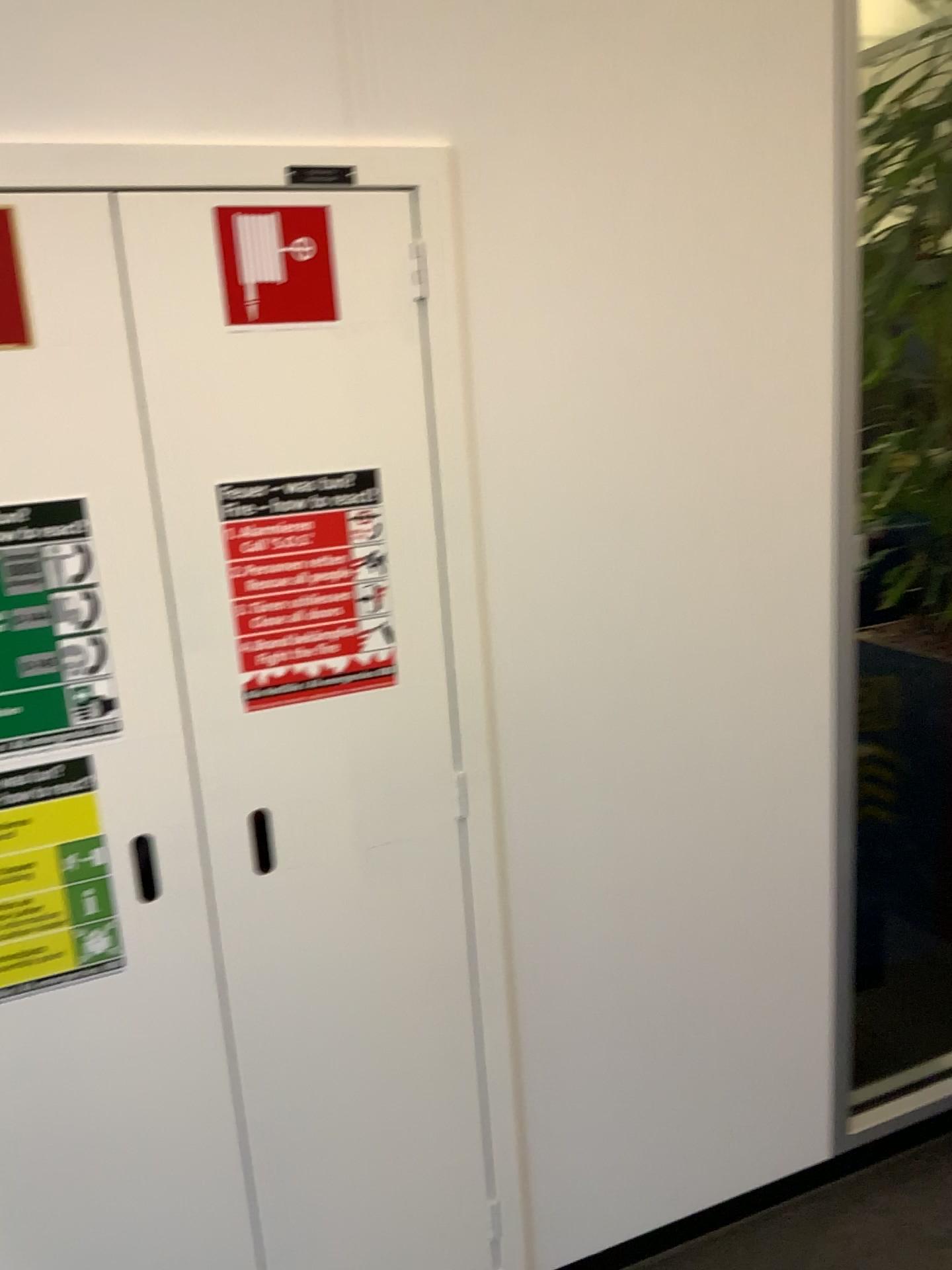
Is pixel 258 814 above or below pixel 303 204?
below

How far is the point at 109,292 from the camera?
1.2 meters

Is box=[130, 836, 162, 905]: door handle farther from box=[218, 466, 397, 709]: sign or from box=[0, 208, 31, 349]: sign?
box=[0, 208, 31, 349]: sign

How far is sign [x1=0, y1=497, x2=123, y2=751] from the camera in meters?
1.2 m

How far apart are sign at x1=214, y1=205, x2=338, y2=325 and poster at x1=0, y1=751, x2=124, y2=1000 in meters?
0.5 m

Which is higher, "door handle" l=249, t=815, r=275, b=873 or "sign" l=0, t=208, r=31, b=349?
"sign" l=0, t=208, r=31, b=349

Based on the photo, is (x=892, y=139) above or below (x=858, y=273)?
above

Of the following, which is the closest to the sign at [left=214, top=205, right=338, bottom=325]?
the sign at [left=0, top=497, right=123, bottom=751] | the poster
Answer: the sign at [left=0, top=497, right=123, bottom=751]

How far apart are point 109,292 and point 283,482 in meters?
0.3

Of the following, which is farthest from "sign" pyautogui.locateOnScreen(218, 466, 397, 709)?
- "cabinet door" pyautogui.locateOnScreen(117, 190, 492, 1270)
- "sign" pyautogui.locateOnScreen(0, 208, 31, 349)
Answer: "sign" pyautogui.locateOnScreen(0, 208, 31, 349)
